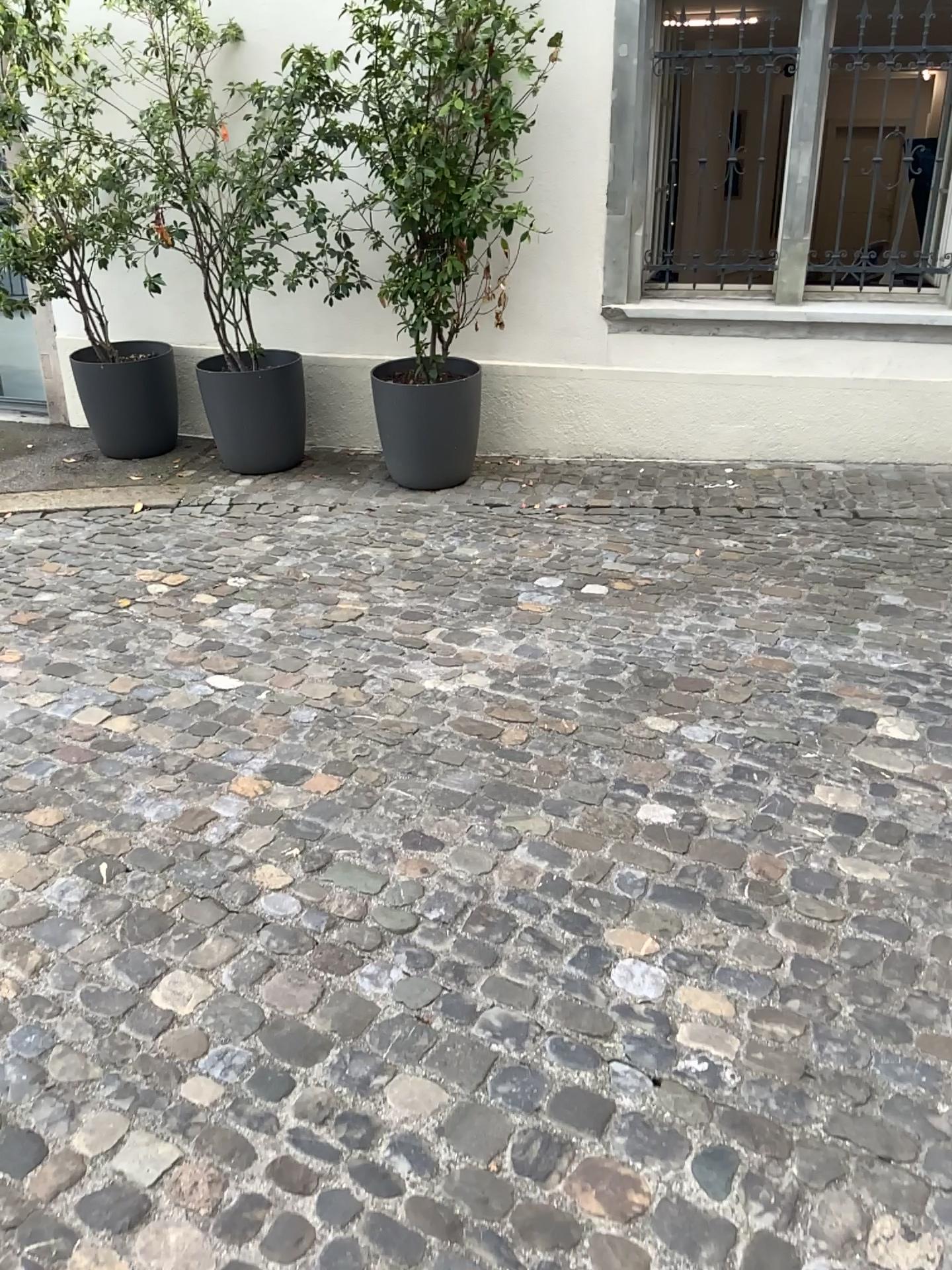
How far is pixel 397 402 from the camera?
4.9 meters

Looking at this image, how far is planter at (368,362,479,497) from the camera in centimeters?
488cm

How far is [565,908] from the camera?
2.23m
